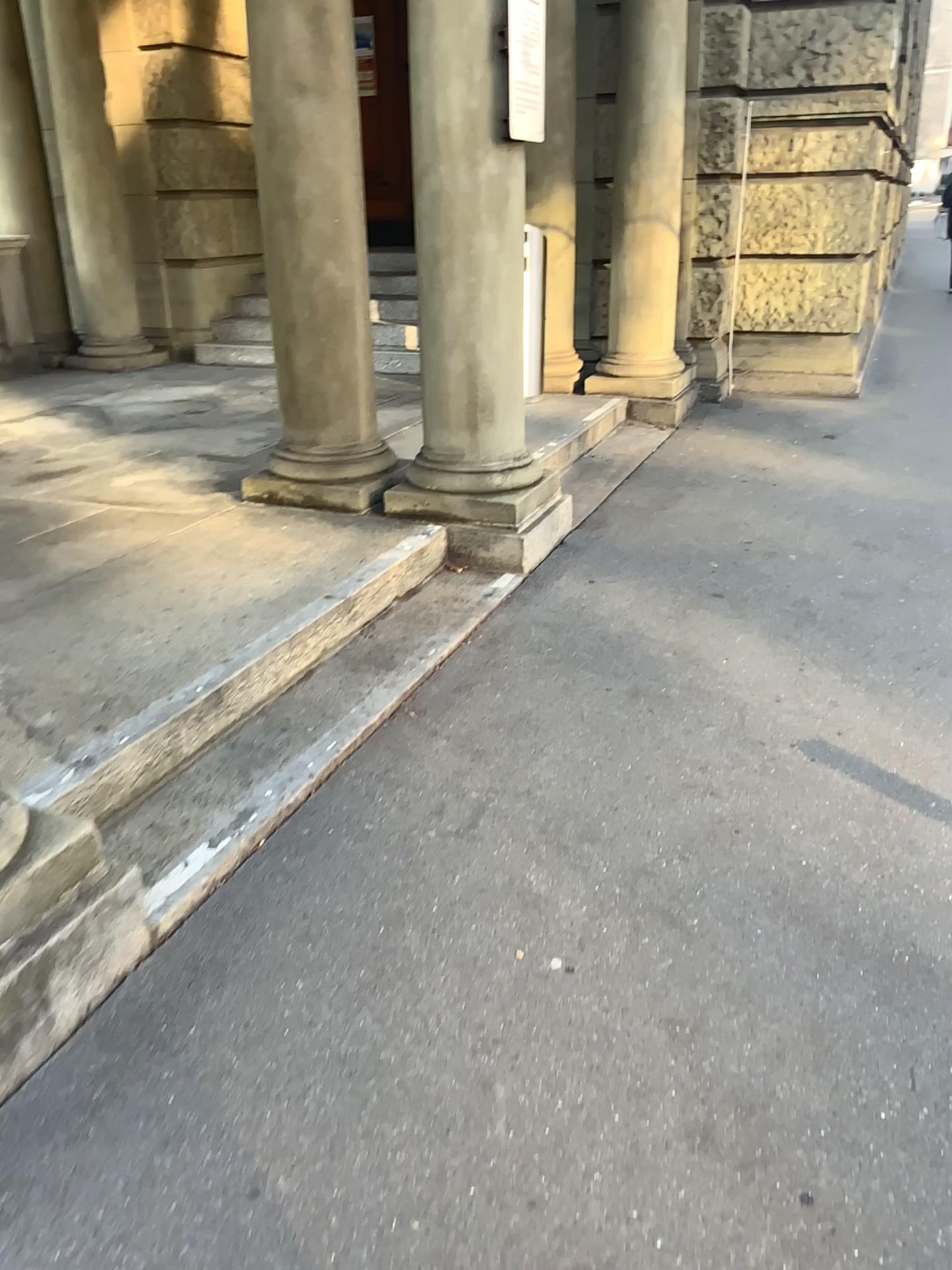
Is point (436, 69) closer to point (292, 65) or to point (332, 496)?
point (292, 65)

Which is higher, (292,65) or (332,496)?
(292,65)

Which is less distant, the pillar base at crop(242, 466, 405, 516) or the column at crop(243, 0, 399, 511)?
the column at crop(243, 0, 399, 511)

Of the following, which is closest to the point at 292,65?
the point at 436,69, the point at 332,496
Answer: the point at 436,69

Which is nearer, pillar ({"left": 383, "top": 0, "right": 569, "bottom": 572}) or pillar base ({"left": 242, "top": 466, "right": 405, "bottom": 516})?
pillar ({"left": 383, "top": 0, "right": 569, "bottom": 572})

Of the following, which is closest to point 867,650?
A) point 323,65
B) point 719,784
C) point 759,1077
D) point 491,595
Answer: point 719,784
